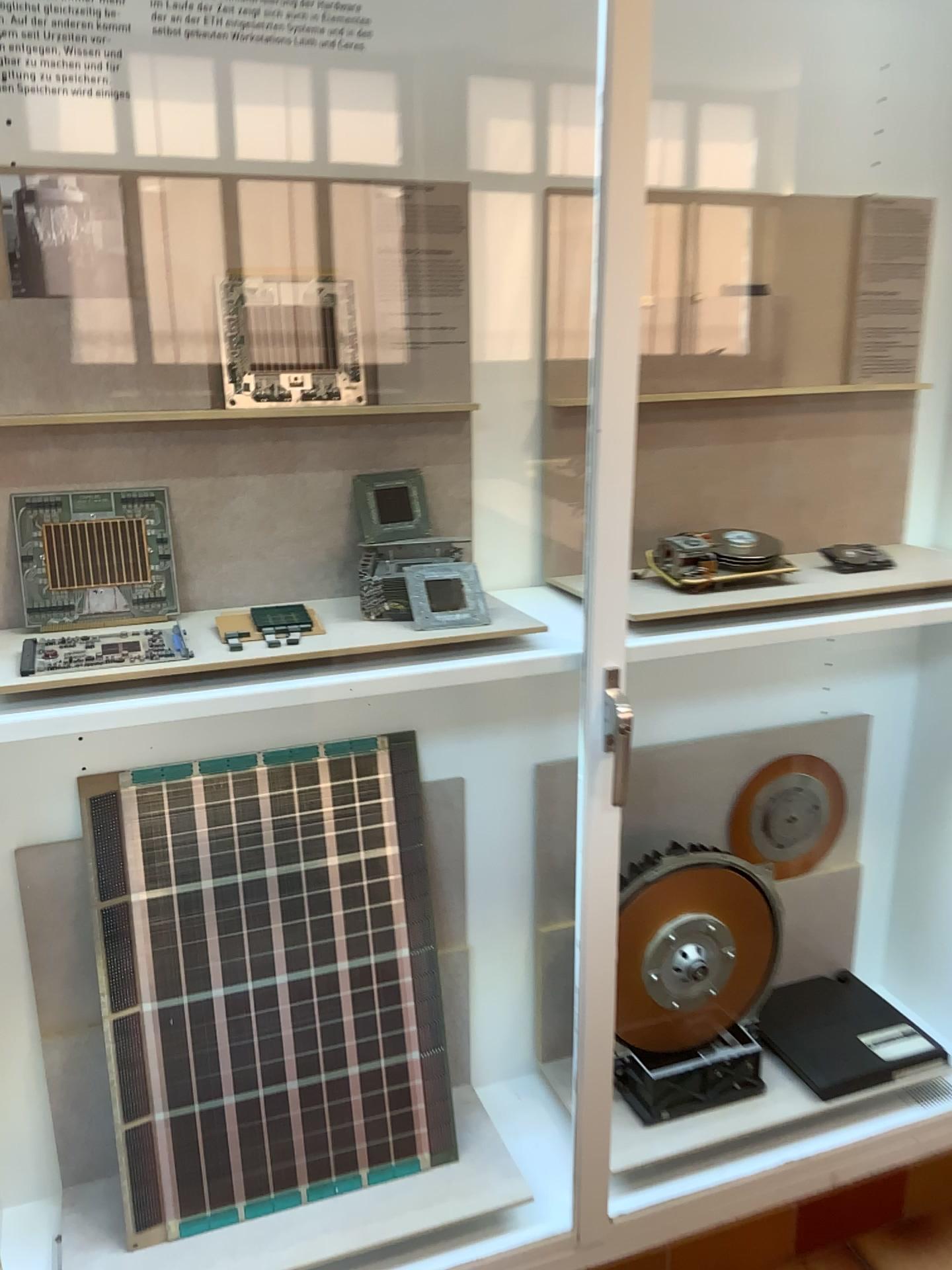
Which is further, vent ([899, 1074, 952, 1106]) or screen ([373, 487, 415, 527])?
vent ([899, 1074, 952, 1106])

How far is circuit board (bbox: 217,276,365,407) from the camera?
1.4m

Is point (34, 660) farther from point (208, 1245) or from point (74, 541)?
point (208, 1245)

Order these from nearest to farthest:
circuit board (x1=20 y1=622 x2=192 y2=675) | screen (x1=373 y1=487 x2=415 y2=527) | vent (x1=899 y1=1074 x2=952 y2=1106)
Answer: circuit board (x1=20 y1=622 x2=192 y2=675) → screen (x1=373 y1=487 x2=415 y2=527) → vent (x1=899 y1=1074 x2=952 y2=1106)

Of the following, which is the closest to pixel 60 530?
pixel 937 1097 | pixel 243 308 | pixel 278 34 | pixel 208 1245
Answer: pixel 243 308

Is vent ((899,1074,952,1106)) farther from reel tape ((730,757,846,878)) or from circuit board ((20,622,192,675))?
circuit board ((20,622,192,675))

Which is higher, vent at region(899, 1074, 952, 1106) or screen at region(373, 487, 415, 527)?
screen at region(373, 487, 415, 527)

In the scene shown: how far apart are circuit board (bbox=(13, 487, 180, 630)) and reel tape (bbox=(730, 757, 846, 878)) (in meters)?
1.12

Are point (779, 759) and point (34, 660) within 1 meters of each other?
no

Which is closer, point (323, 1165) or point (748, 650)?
point (323, 1165)
